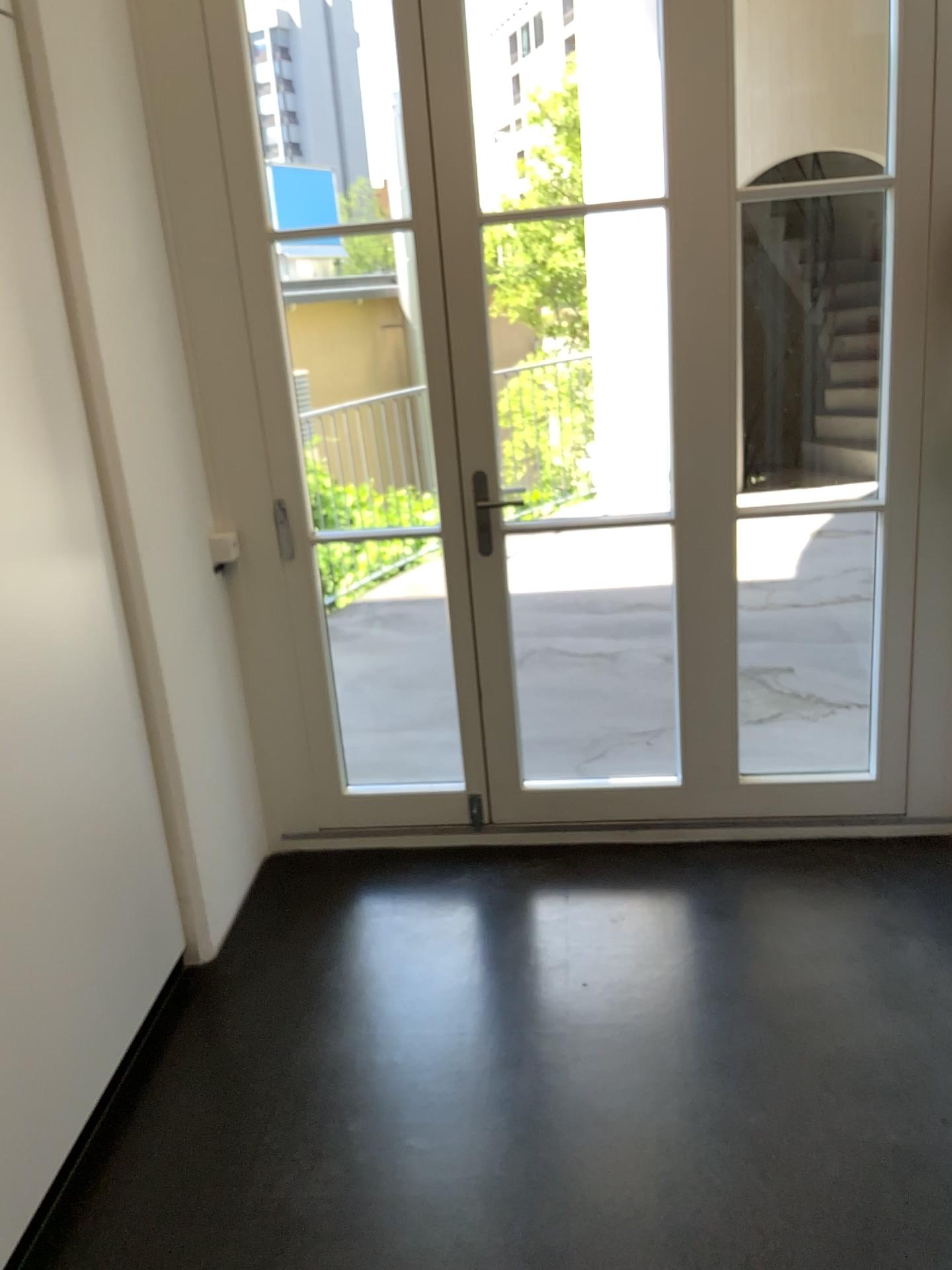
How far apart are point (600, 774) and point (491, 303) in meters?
1.5 m
